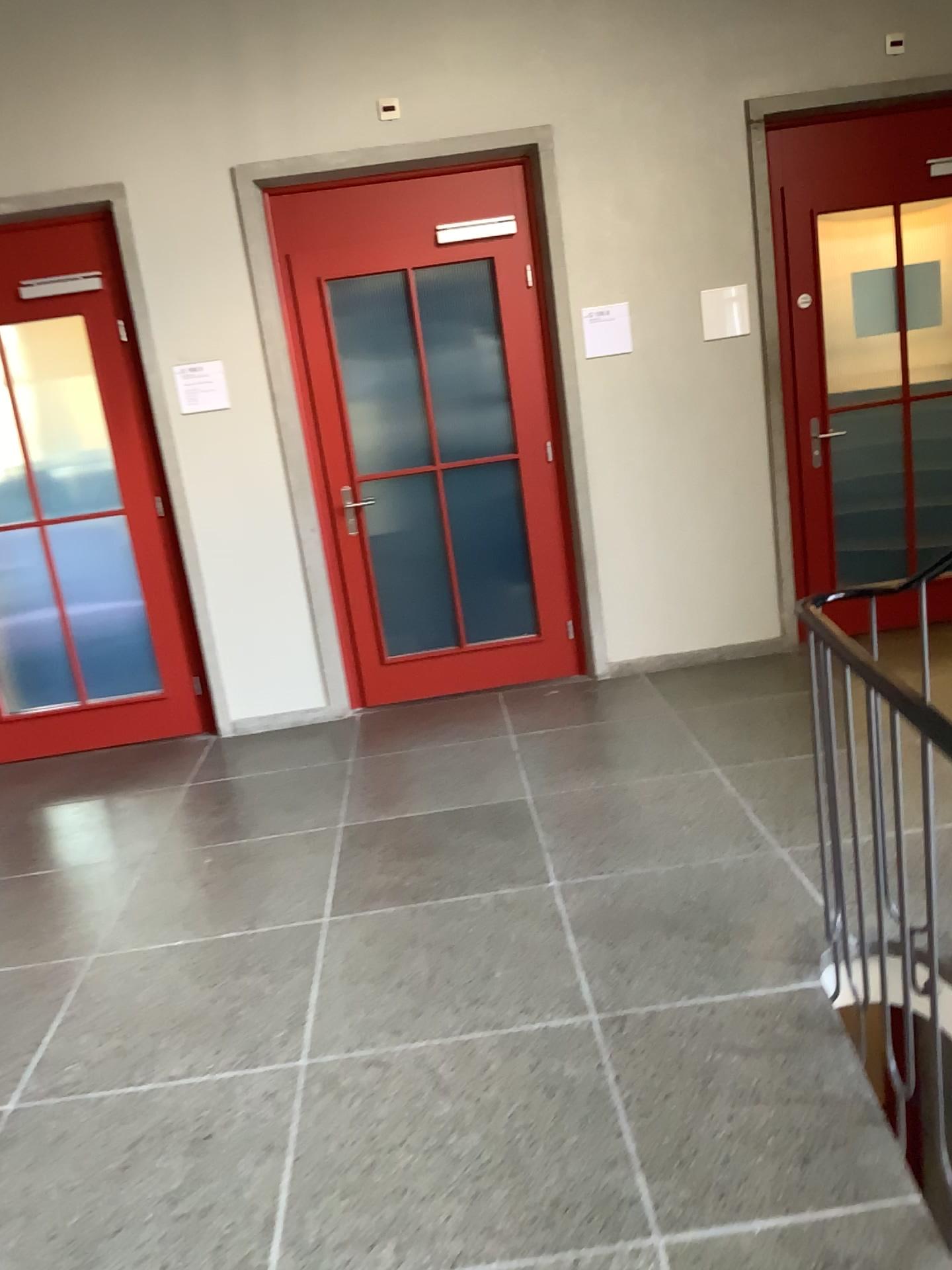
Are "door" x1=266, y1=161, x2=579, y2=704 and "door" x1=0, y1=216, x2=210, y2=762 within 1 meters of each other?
yes

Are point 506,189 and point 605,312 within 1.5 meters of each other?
yes

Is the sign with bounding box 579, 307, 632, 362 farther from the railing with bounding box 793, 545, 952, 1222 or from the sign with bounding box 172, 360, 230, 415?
the railing with bounding box 793, 545, 952, 1222

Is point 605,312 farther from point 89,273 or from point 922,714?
point 922,714

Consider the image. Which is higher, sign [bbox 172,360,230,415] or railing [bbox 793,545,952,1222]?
sign [bbox 172,360,230,415]

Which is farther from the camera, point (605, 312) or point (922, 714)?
point (605, 312)

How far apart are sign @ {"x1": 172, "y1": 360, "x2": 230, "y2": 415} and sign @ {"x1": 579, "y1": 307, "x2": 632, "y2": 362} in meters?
1.7

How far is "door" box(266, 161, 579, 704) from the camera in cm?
467

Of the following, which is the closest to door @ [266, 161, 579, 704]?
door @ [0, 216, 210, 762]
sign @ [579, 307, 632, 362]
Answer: sign @ [579, 307, 632, 362]

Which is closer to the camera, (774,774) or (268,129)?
(774,774)
